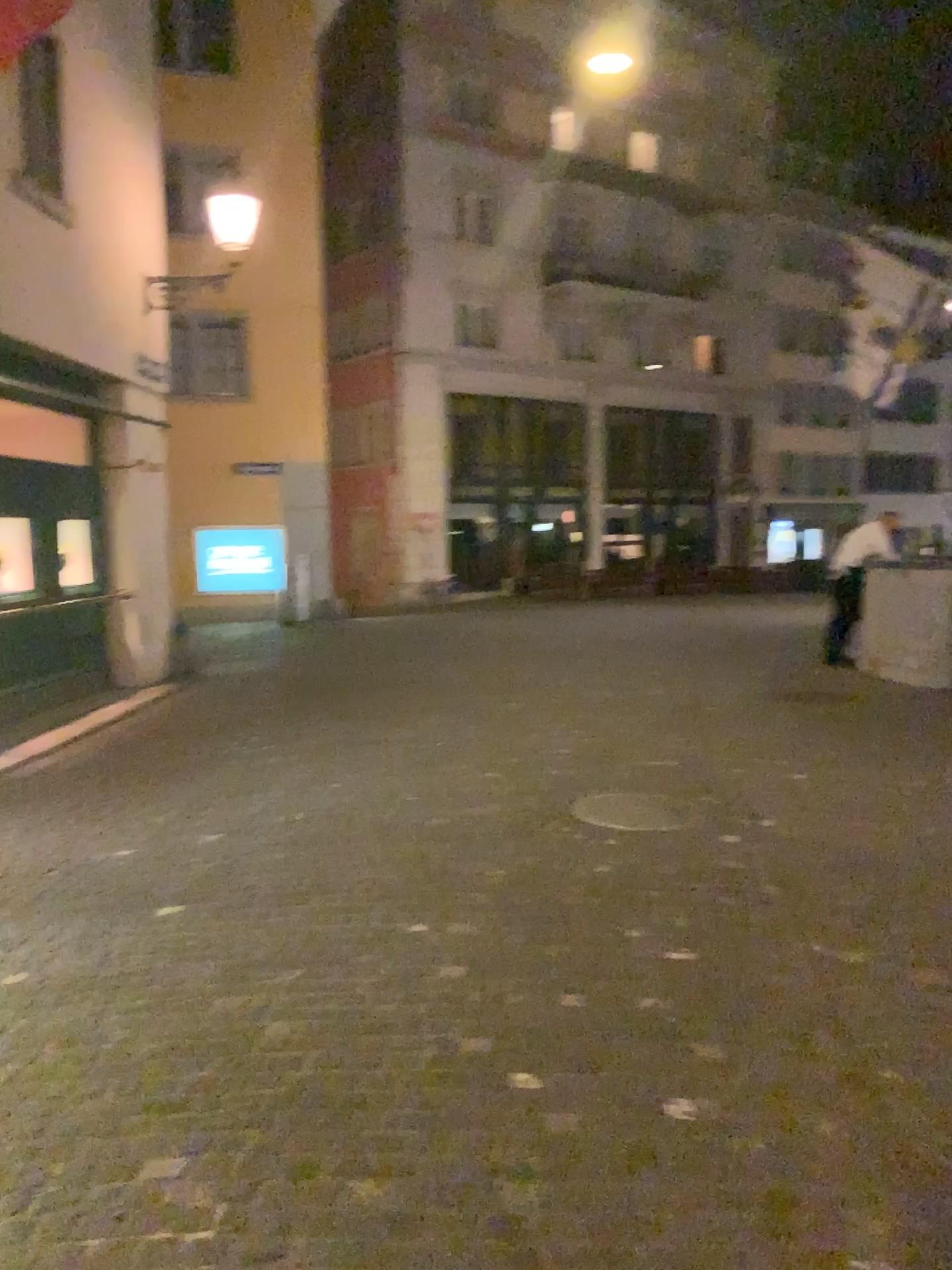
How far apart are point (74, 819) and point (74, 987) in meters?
2.1 m
